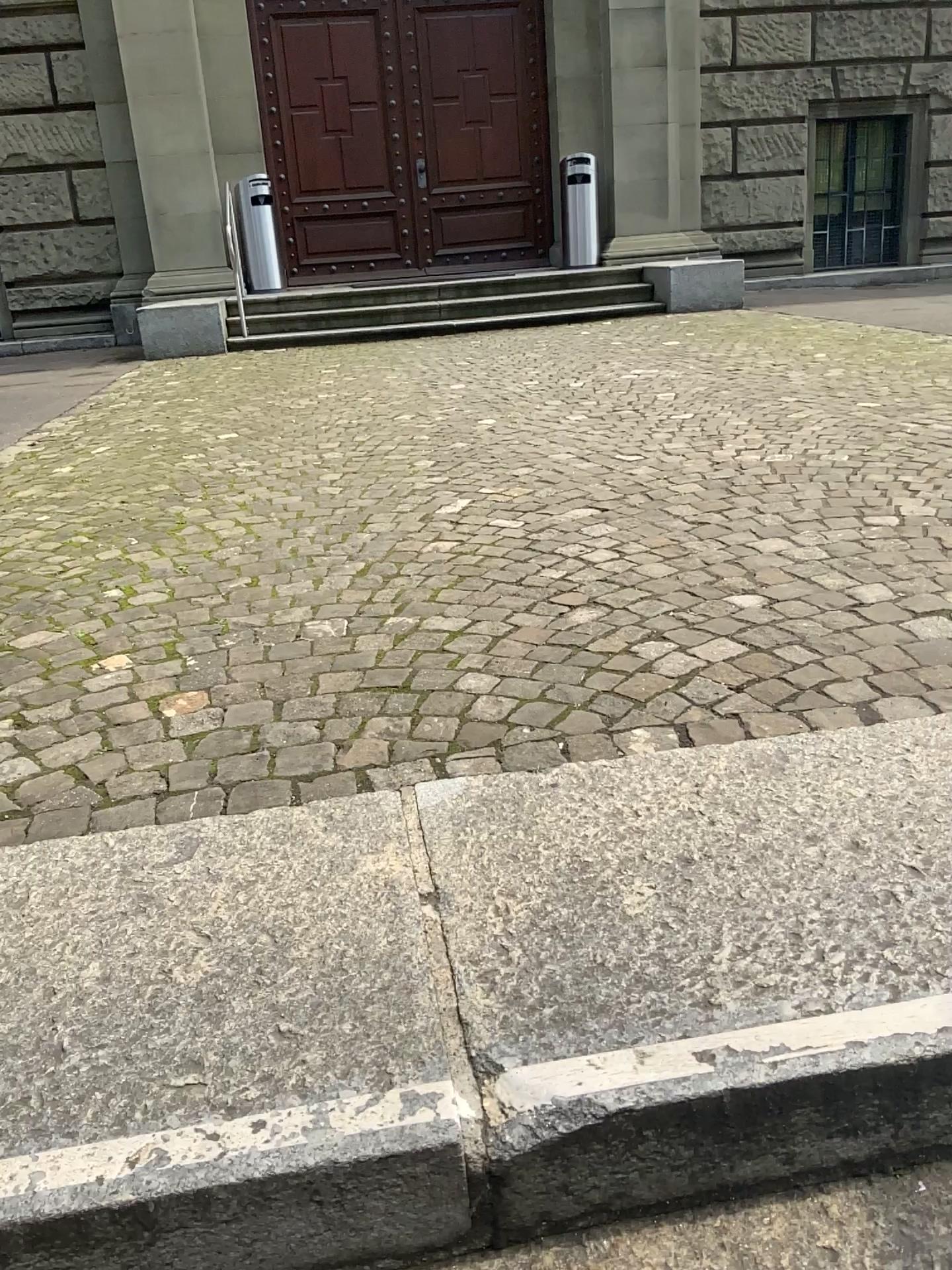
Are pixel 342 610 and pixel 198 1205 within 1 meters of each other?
no
